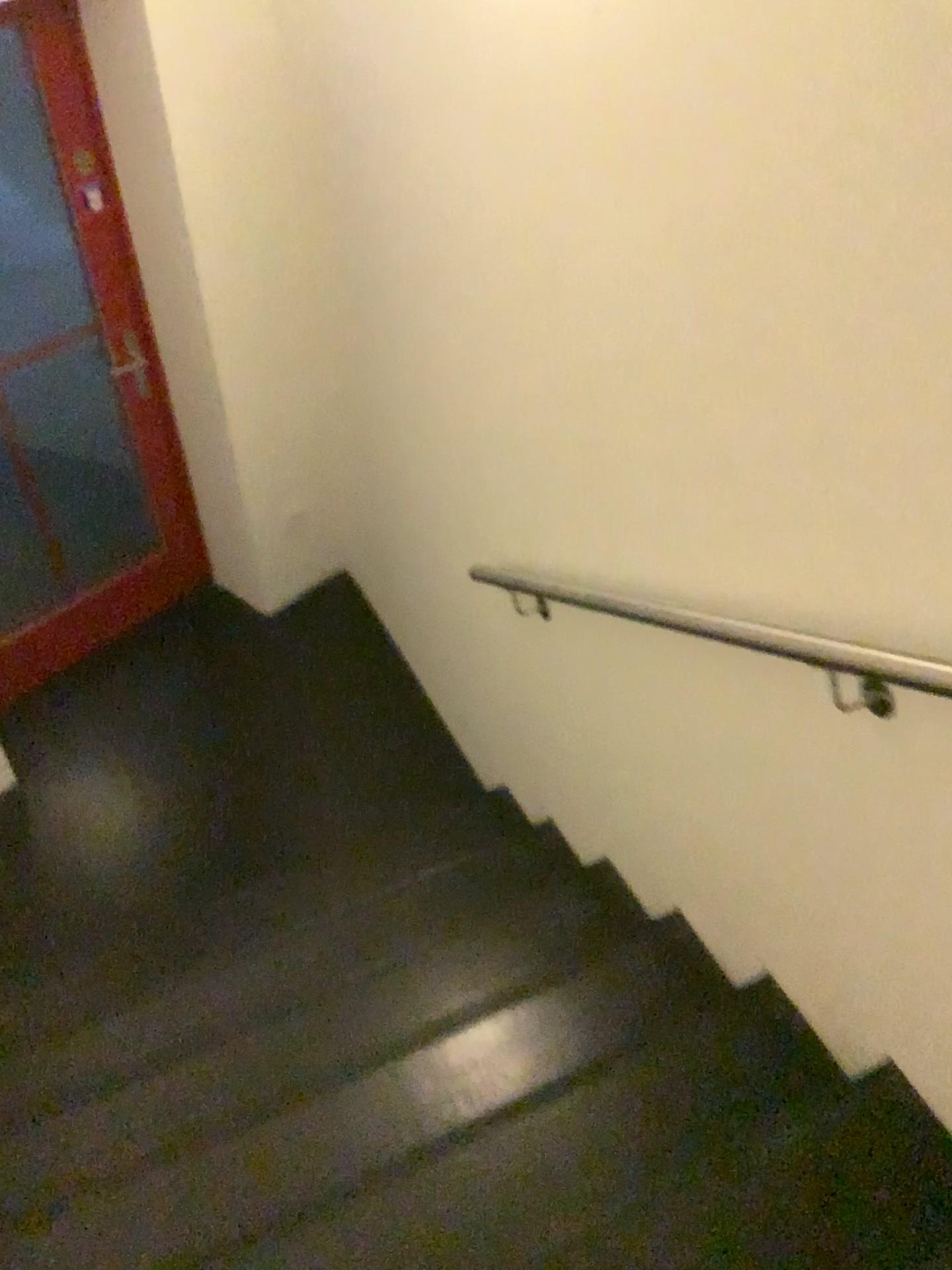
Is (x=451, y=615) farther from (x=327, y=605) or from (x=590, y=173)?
(x=590, y=173)
